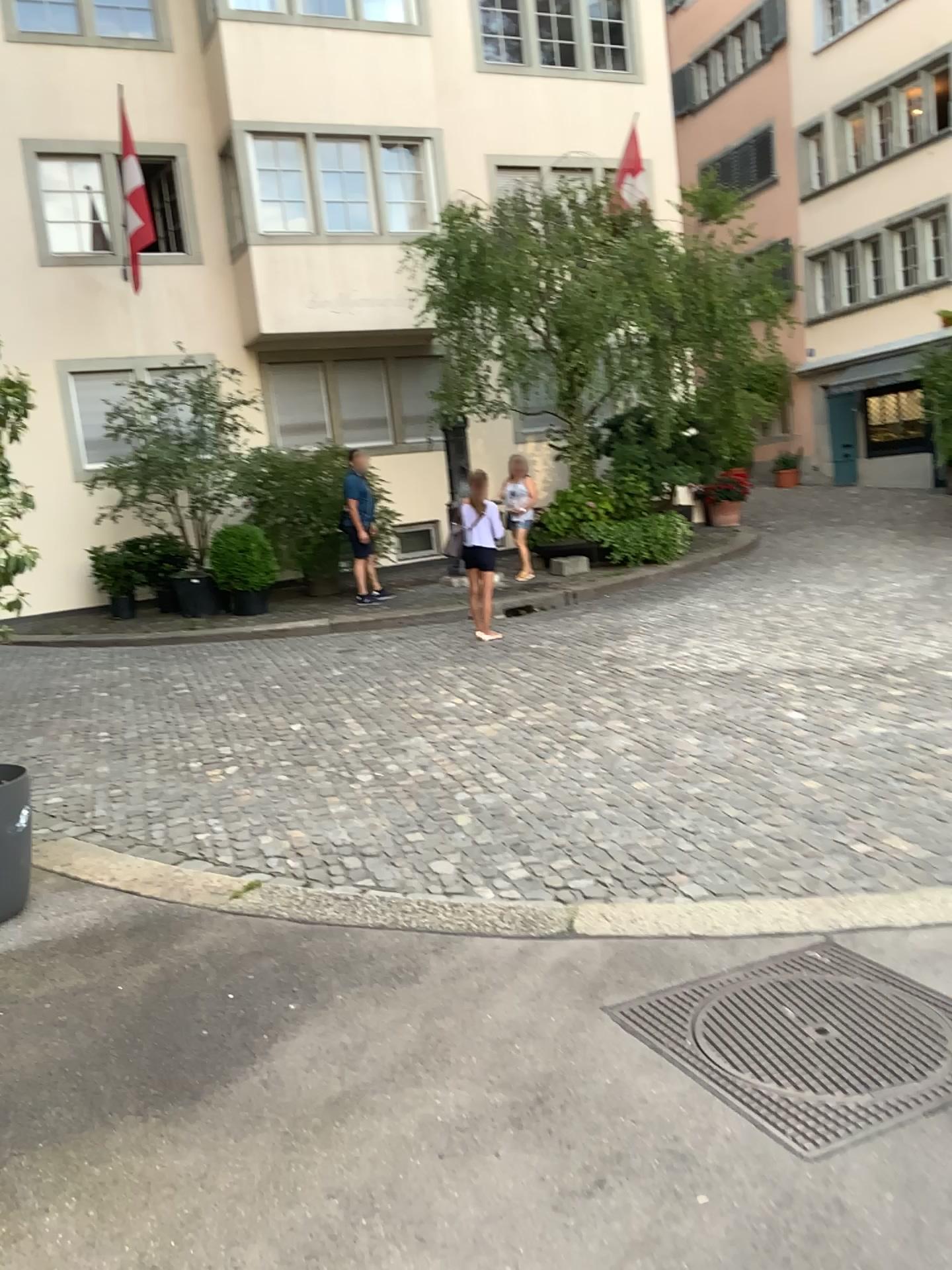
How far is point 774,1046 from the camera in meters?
2.7 m
